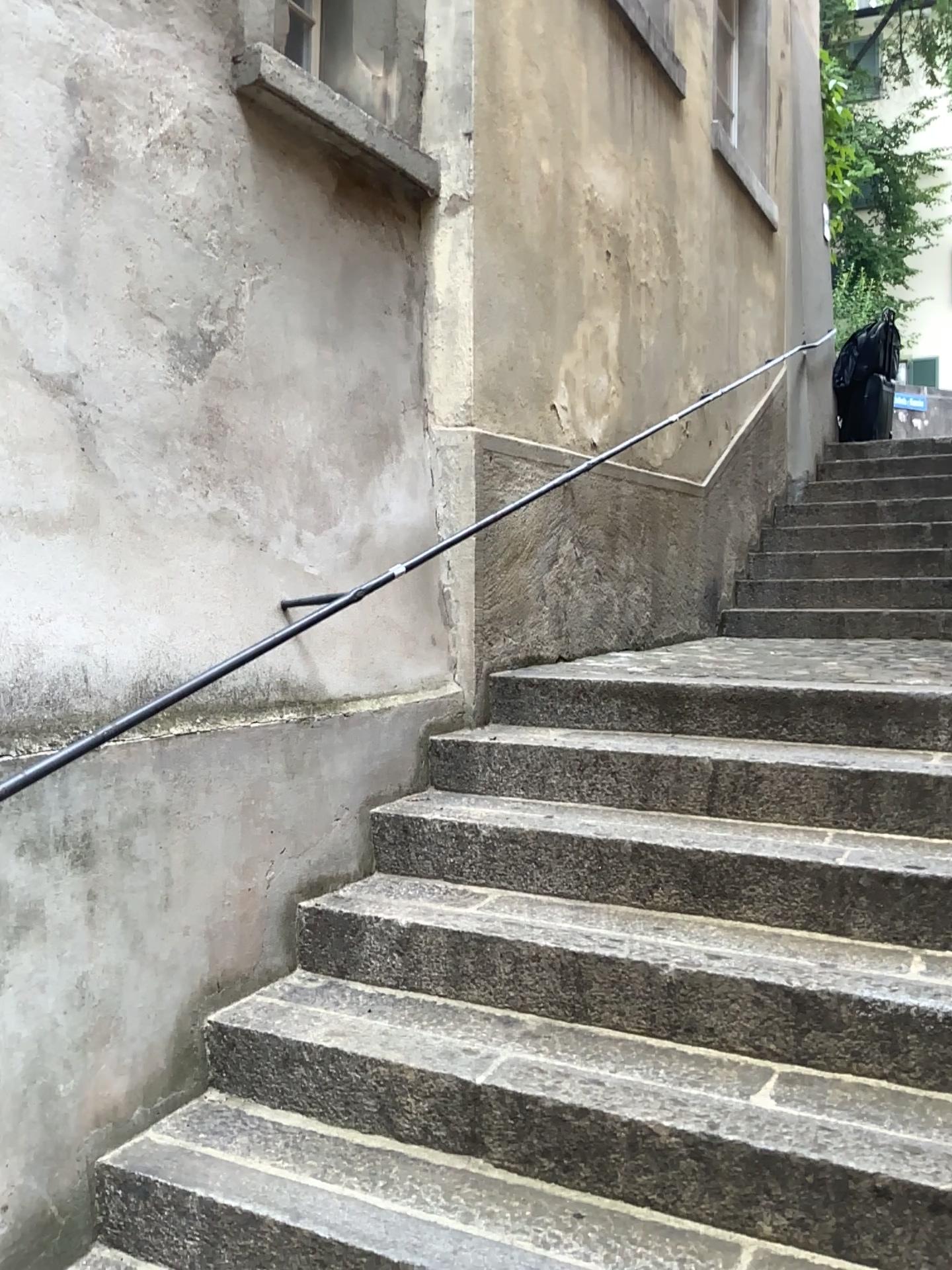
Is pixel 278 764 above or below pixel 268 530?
below

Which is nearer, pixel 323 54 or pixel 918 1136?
pixel 918 1136

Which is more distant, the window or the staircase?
the window

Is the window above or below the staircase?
above

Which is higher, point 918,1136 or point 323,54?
point 323,54
